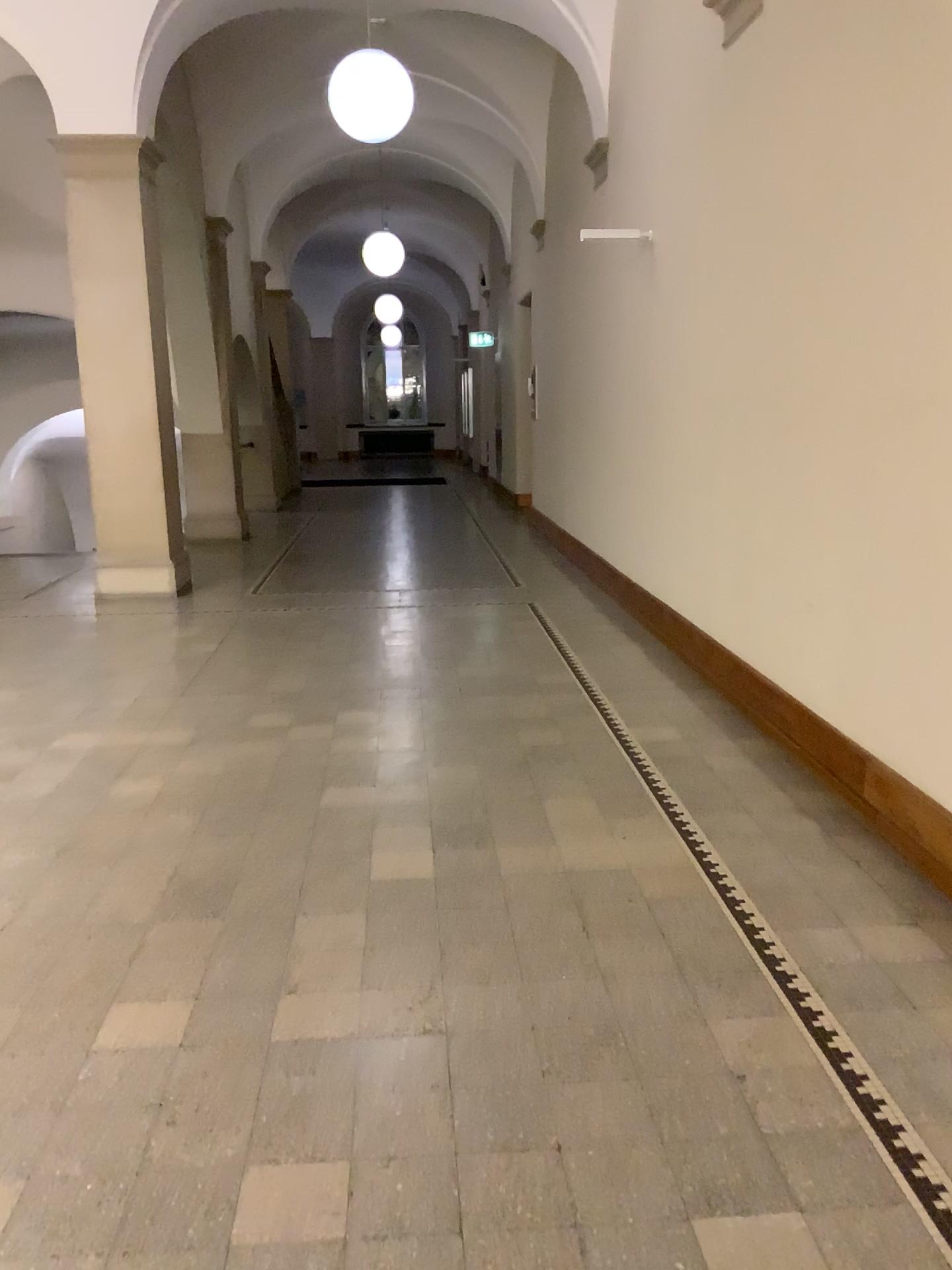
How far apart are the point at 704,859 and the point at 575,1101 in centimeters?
125cm
